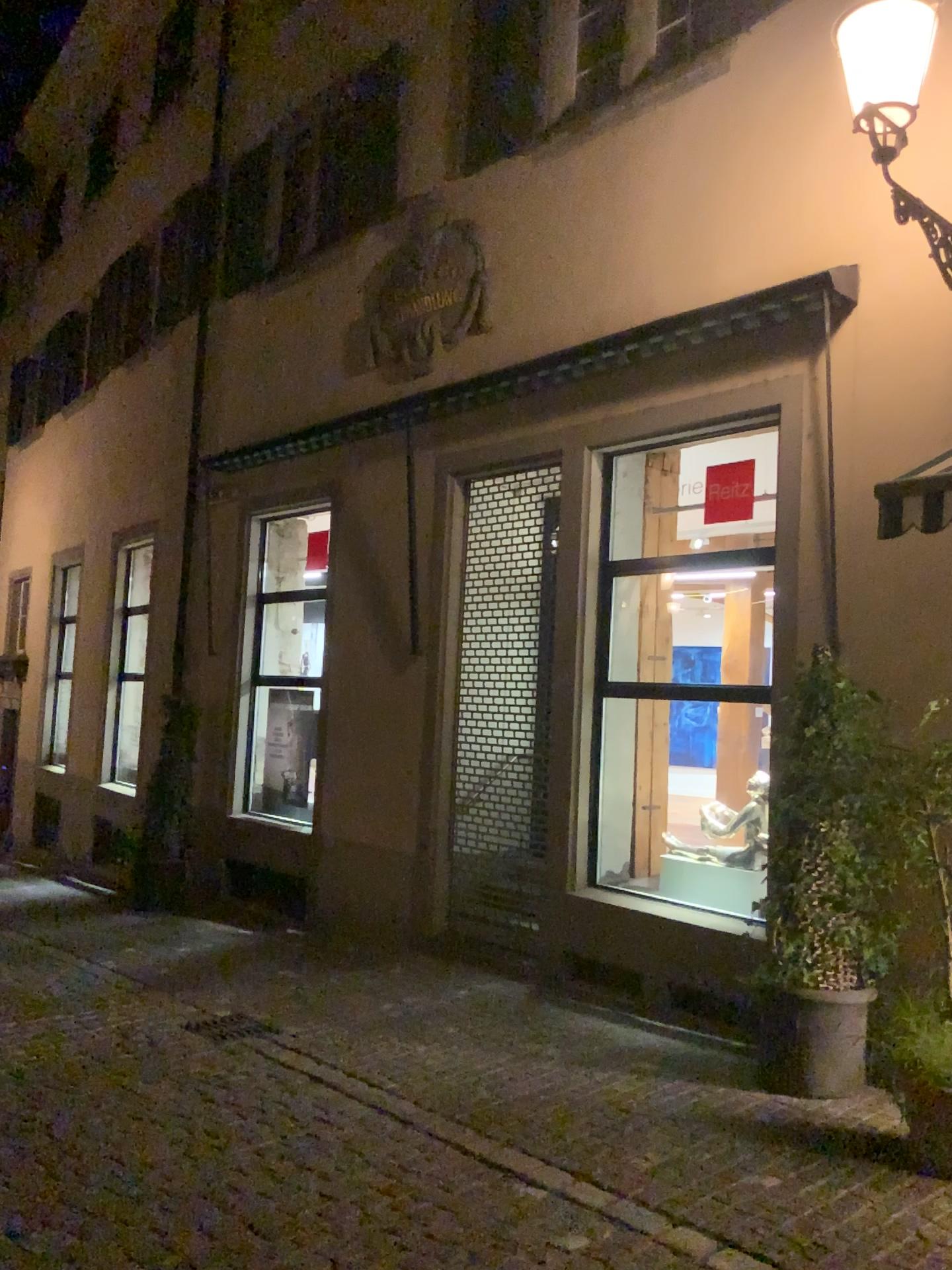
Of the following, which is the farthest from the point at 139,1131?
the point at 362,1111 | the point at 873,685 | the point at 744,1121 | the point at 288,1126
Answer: the point at 873,685

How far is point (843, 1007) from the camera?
4.3m

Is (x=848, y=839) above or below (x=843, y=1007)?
above

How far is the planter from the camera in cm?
432
